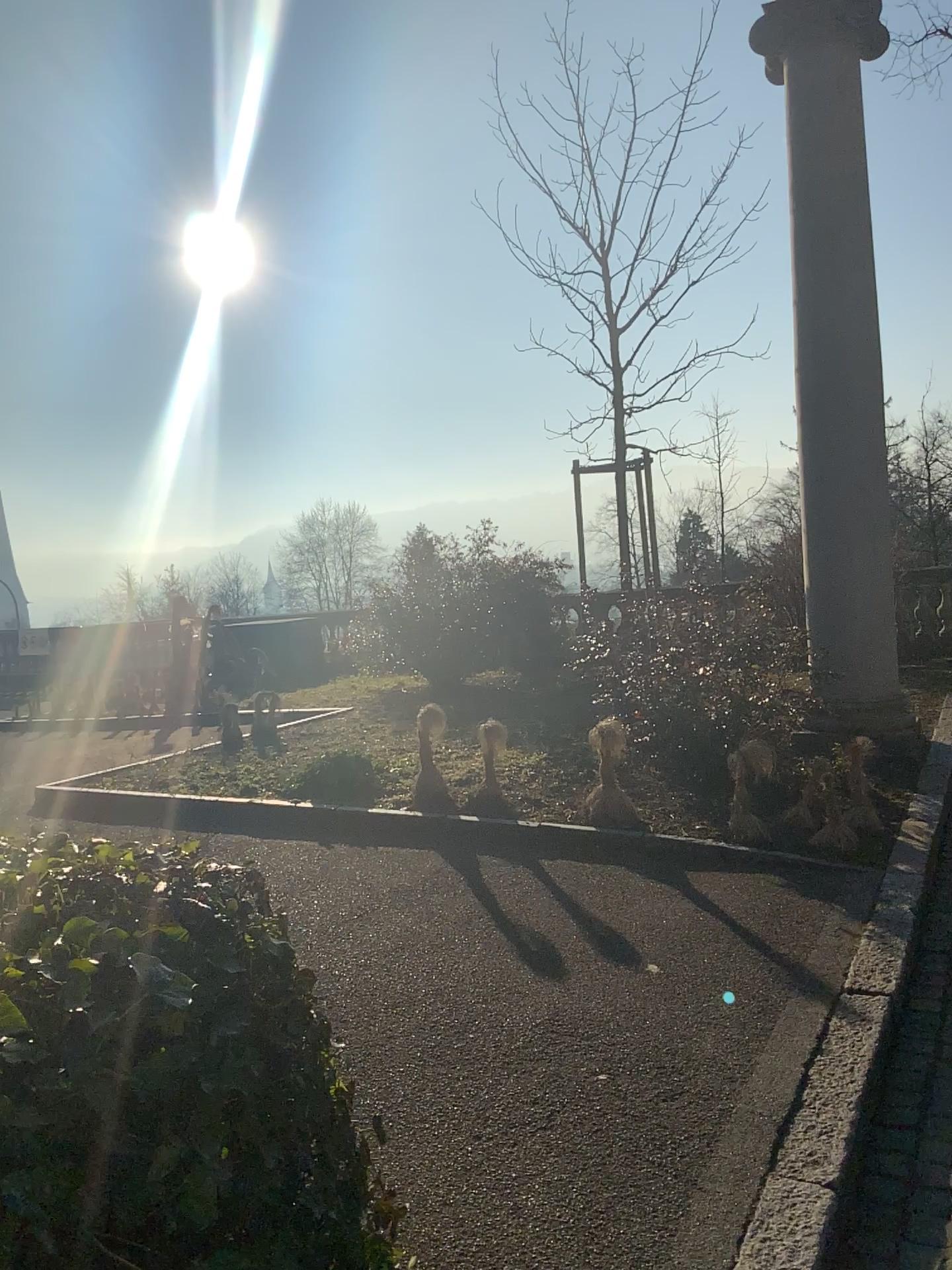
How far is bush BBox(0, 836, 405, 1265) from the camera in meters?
1.2 m

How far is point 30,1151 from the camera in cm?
119

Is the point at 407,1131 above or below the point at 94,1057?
below
